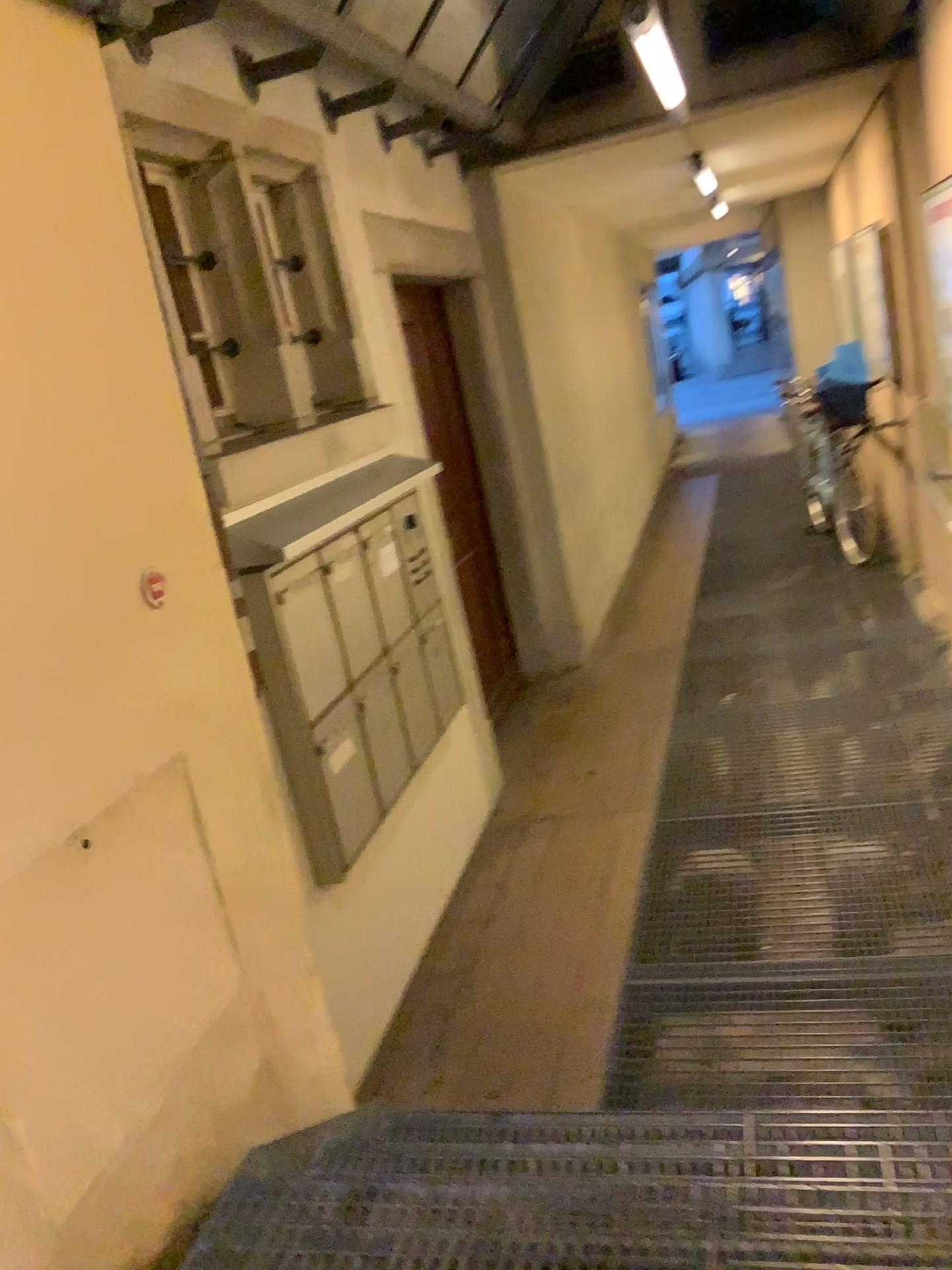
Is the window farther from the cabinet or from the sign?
the sign

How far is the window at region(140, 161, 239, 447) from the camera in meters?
2.7

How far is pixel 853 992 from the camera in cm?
272

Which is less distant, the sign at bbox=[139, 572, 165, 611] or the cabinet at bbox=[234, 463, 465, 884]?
the sign at bbox=[139, 572, 165, 611]

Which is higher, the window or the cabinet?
the window

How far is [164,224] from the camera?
2.7m

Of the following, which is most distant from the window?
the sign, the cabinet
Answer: the sign

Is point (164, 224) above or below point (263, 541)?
above

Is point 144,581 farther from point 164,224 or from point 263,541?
point 164,224

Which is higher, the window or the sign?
the window
